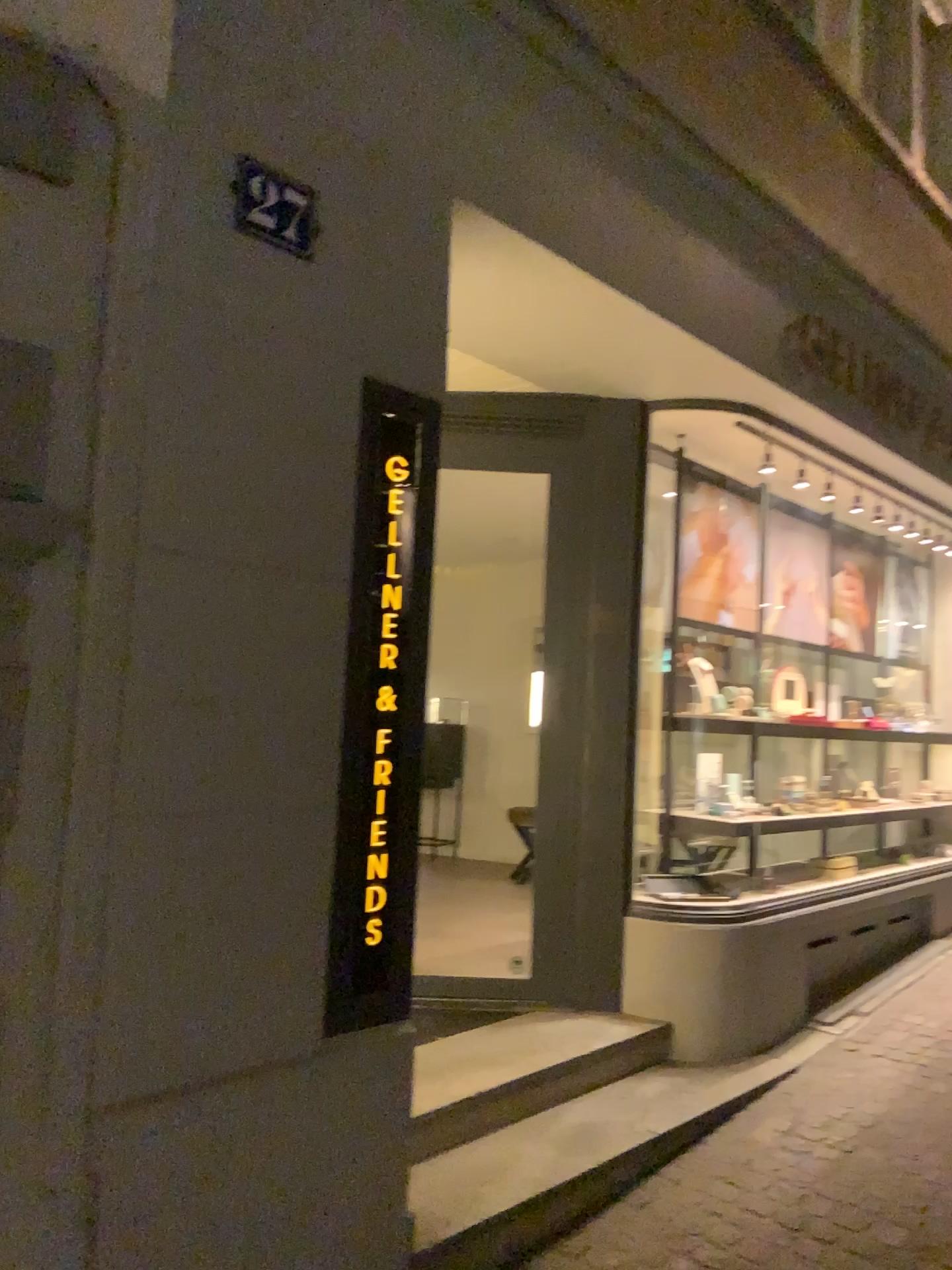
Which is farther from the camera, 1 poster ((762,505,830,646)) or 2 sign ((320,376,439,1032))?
1 poster ((762,505,830,646))

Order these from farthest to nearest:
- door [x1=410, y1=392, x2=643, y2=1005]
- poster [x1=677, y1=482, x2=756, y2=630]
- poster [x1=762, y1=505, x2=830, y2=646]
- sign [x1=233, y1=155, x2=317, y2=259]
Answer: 1. poster [x1=762, y1=505, x2=830, y2=646]
2. poster [x1=677, y1=482, x2=756, y2=630]
3. door [x1=410, y1=392, x2=643, y2=1005]
4. sign [x1=233, y1=155, x2=317, y2=259]

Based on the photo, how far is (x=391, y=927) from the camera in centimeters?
248cm

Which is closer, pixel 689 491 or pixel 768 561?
pixel 689 491

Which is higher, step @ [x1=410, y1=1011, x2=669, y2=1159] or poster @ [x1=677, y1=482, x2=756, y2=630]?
poster @ [x1=677, y1=482, x2=756, y2=630]

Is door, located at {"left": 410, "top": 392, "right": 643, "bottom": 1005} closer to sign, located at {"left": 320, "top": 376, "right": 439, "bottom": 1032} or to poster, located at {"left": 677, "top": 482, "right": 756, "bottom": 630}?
poster, located at {"left": 677, "top": 482, "right": 756, "bottom": 630}

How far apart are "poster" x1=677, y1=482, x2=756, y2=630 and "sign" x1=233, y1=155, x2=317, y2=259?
2.83m

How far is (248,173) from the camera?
2.1 meters

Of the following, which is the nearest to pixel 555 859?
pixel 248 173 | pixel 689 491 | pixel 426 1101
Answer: pixel 426 1101

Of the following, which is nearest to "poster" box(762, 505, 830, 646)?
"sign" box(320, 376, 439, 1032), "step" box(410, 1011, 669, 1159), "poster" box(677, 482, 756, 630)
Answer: "poster" box(677, 482, 756, 630)
